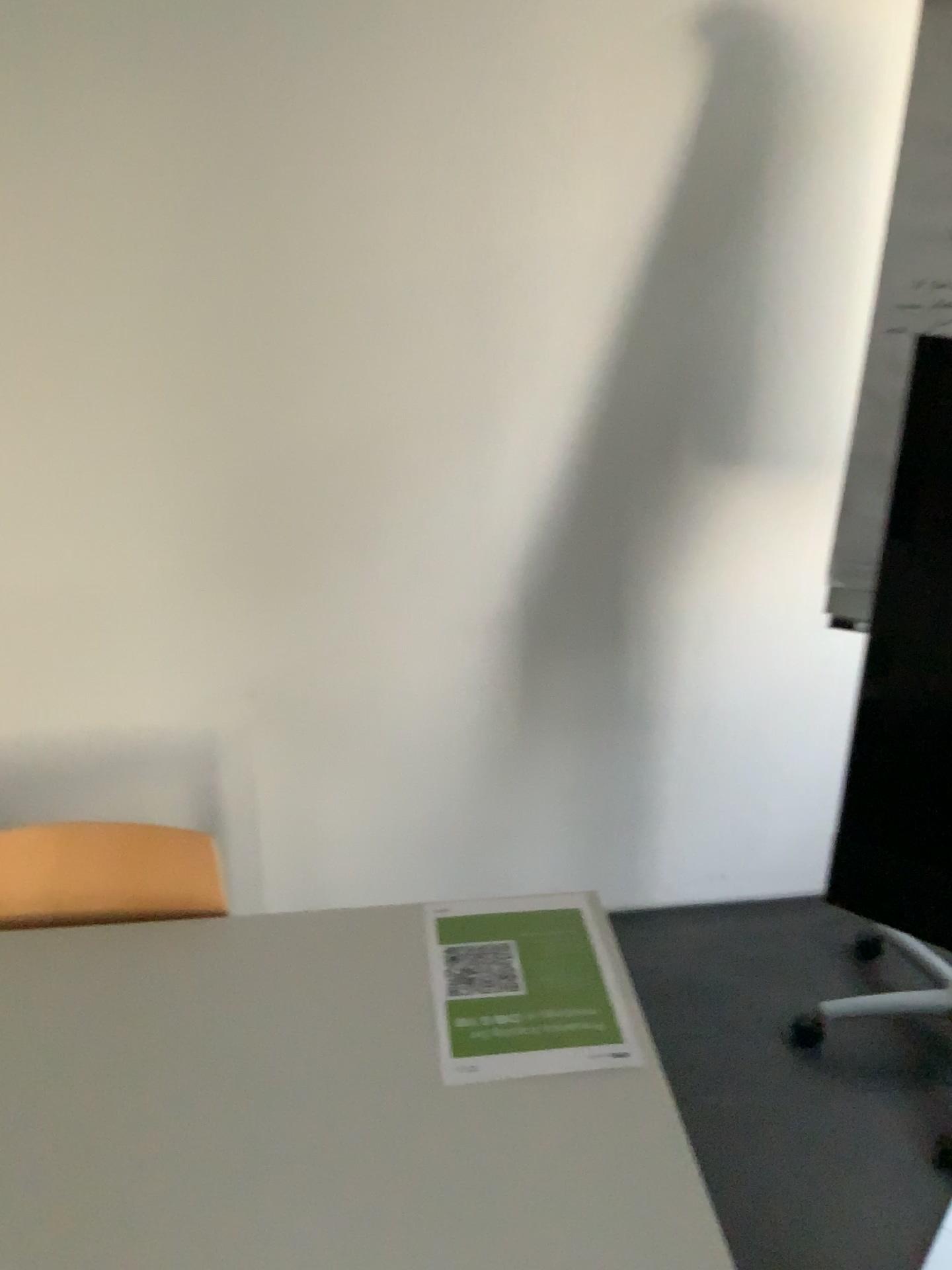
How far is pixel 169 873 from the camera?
1.36m

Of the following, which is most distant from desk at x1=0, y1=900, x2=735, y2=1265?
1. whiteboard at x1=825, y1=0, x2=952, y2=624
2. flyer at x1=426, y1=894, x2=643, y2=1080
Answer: whiteboard at x1=825, y1=0, x2=952, y2=624

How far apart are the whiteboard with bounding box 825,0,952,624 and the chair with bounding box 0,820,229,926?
1.1m

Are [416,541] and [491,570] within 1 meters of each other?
yes

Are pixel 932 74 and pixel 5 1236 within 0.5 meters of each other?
no

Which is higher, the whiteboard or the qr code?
the whiteboard

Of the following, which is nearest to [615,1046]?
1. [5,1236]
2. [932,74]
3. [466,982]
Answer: A: [466,982]

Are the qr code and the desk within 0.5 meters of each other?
yes

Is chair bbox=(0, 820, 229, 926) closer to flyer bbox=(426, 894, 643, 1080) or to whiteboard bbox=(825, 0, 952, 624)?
flyer bbox=(426, 894, 643, 1080)

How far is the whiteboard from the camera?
1.64m
